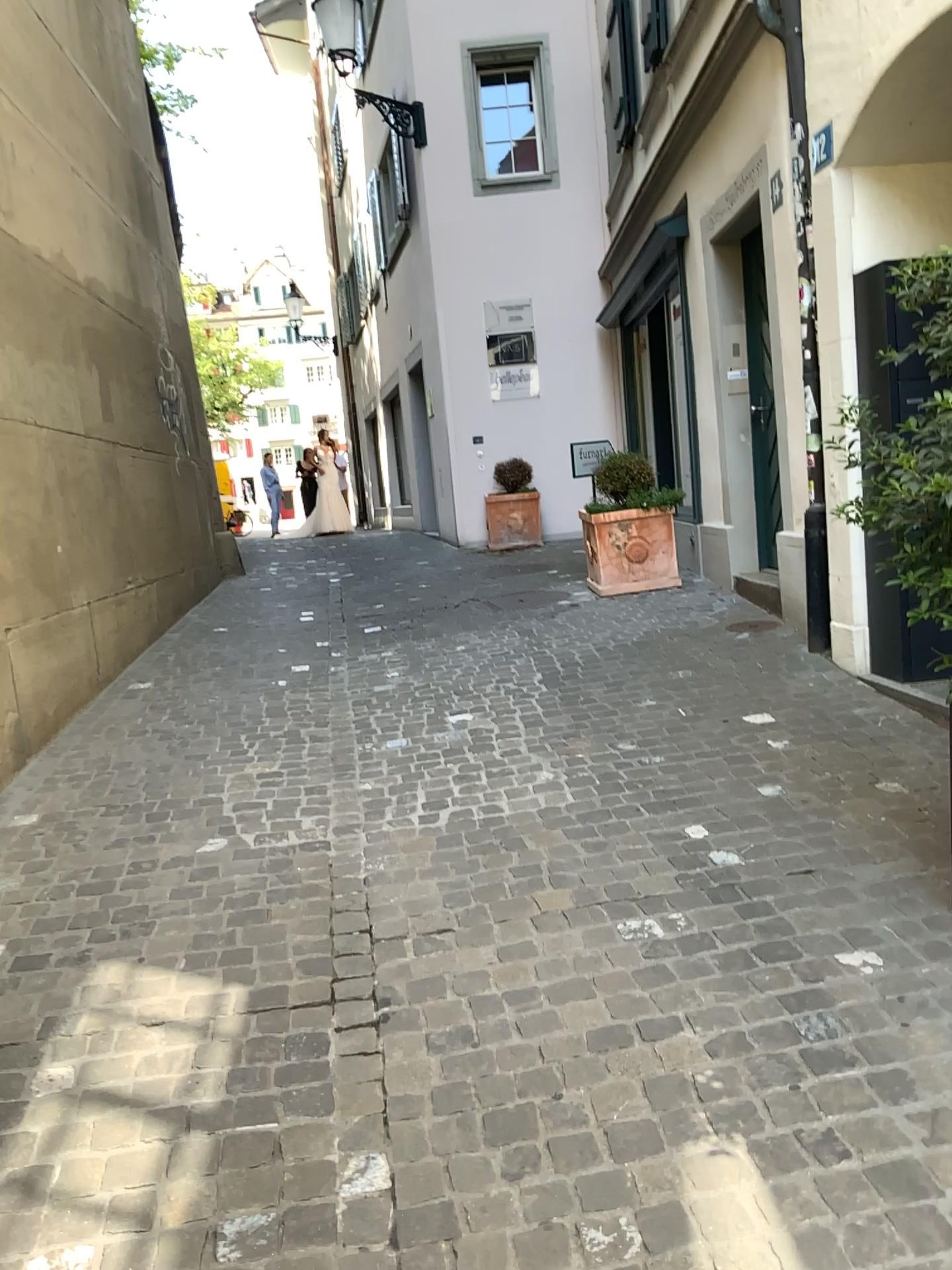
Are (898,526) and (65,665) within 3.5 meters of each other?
no
